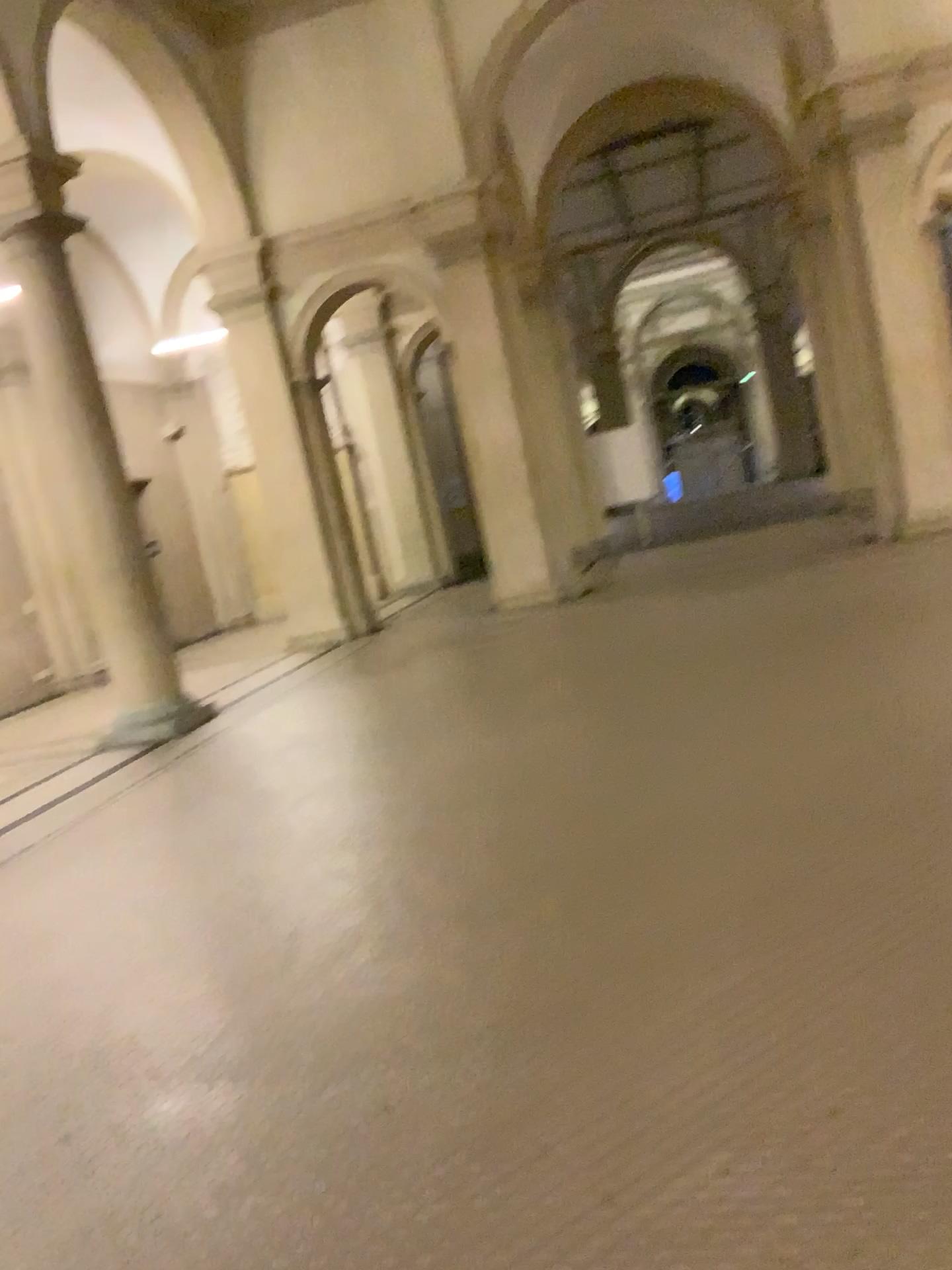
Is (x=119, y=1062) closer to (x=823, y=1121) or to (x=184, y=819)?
(x=823, y=1121)
